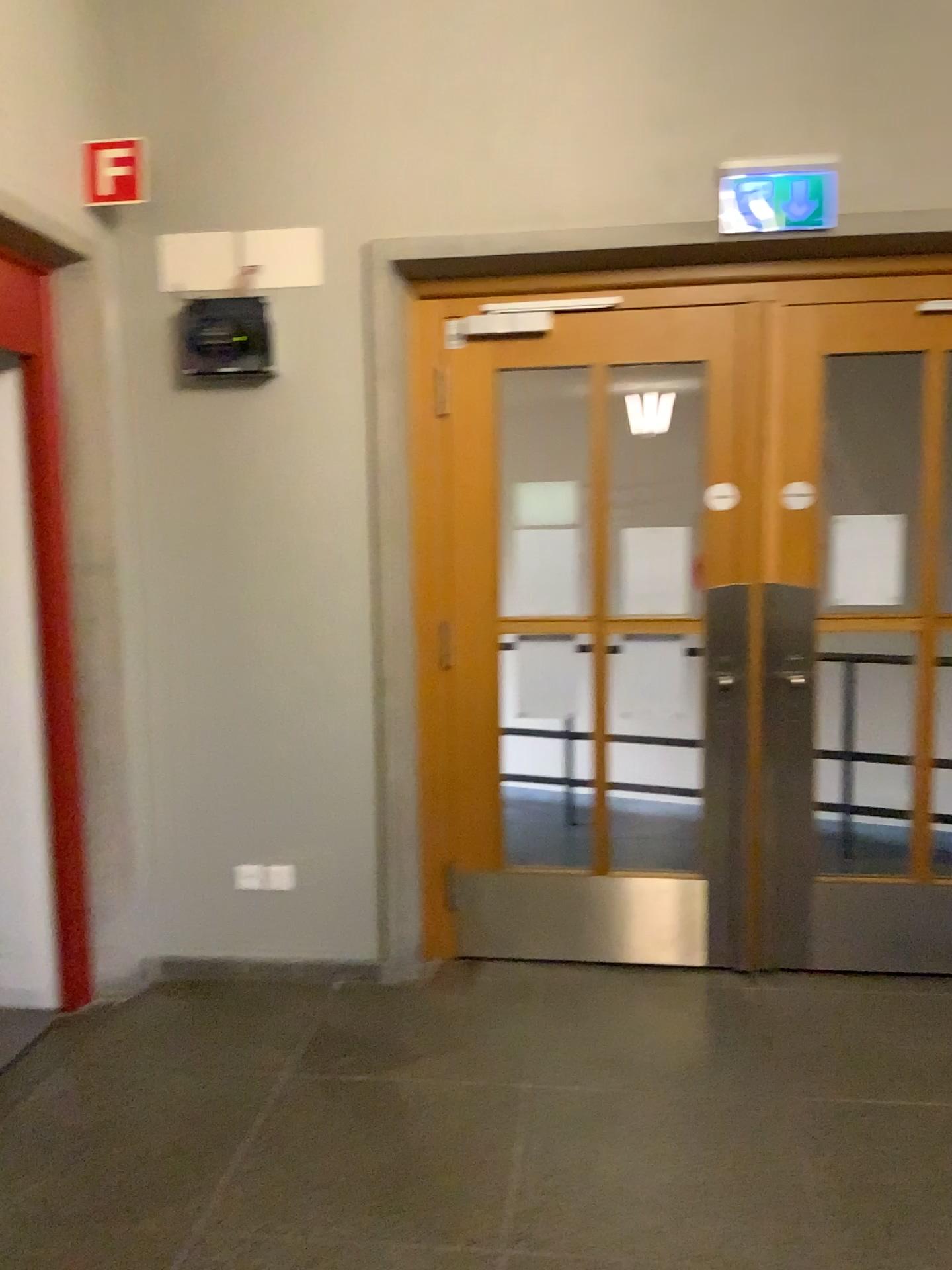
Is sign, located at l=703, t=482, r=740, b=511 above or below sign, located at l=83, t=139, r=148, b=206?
below

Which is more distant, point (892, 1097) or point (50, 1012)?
point (50, 1012)

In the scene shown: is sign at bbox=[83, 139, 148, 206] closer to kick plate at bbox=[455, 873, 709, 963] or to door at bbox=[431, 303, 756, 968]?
door at bbox=[431, 303, 756, 968]

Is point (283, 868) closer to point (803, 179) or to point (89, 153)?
point (89, 153)

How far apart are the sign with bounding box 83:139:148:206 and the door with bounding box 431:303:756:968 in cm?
118

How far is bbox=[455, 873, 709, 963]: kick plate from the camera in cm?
367

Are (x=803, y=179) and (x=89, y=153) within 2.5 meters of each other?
yes

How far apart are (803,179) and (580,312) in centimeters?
78cm

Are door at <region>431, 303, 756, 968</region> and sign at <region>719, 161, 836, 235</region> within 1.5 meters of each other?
yes

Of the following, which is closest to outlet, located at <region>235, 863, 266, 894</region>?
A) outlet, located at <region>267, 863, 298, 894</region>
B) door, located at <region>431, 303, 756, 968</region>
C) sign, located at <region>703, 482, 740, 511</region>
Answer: outlet, located at <region>267, 863, 298, 894</region>
